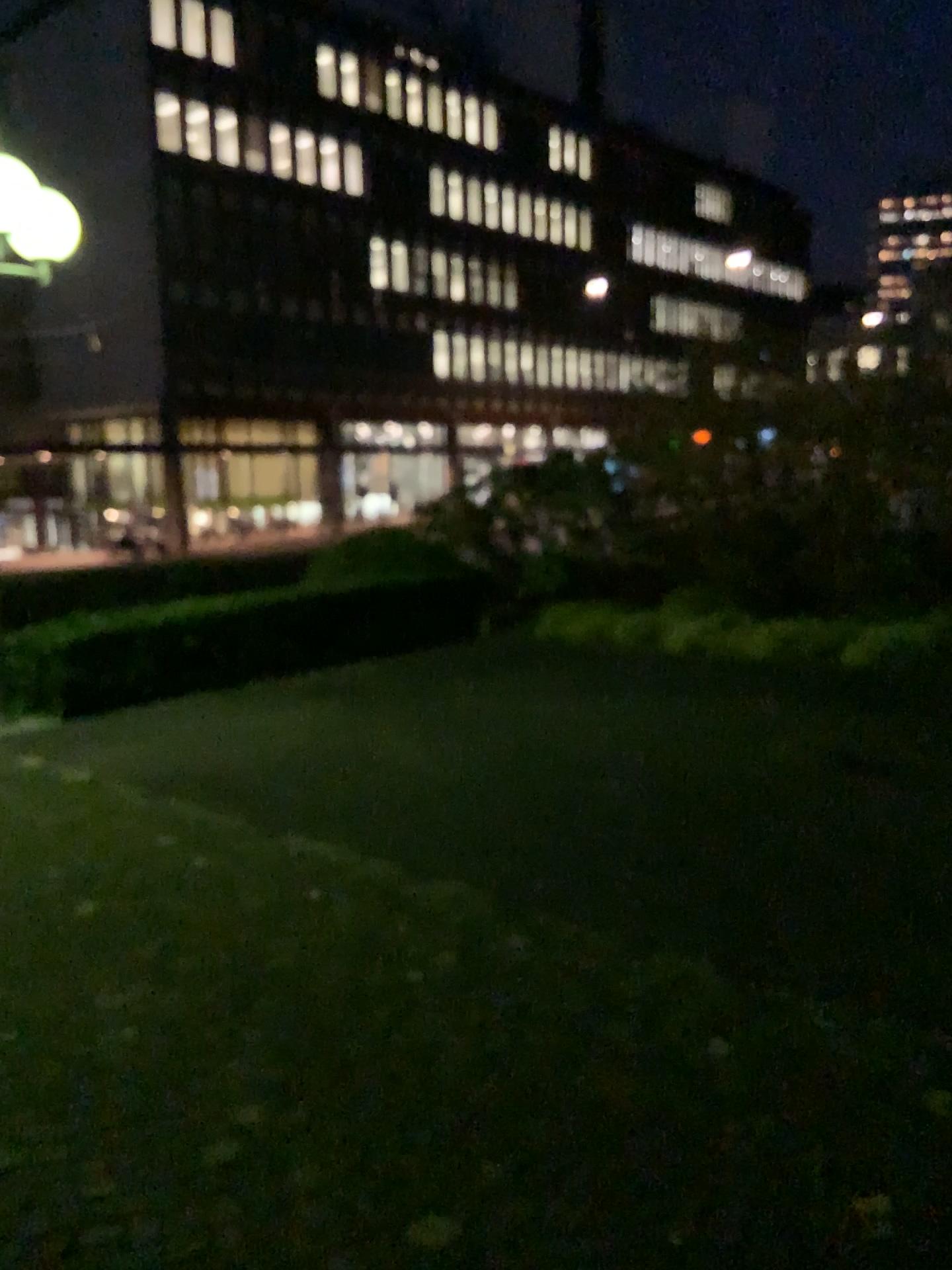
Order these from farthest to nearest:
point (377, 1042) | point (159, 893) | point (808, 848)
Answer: point (808, 848) < point (159, 893) < point (377, 1042)
